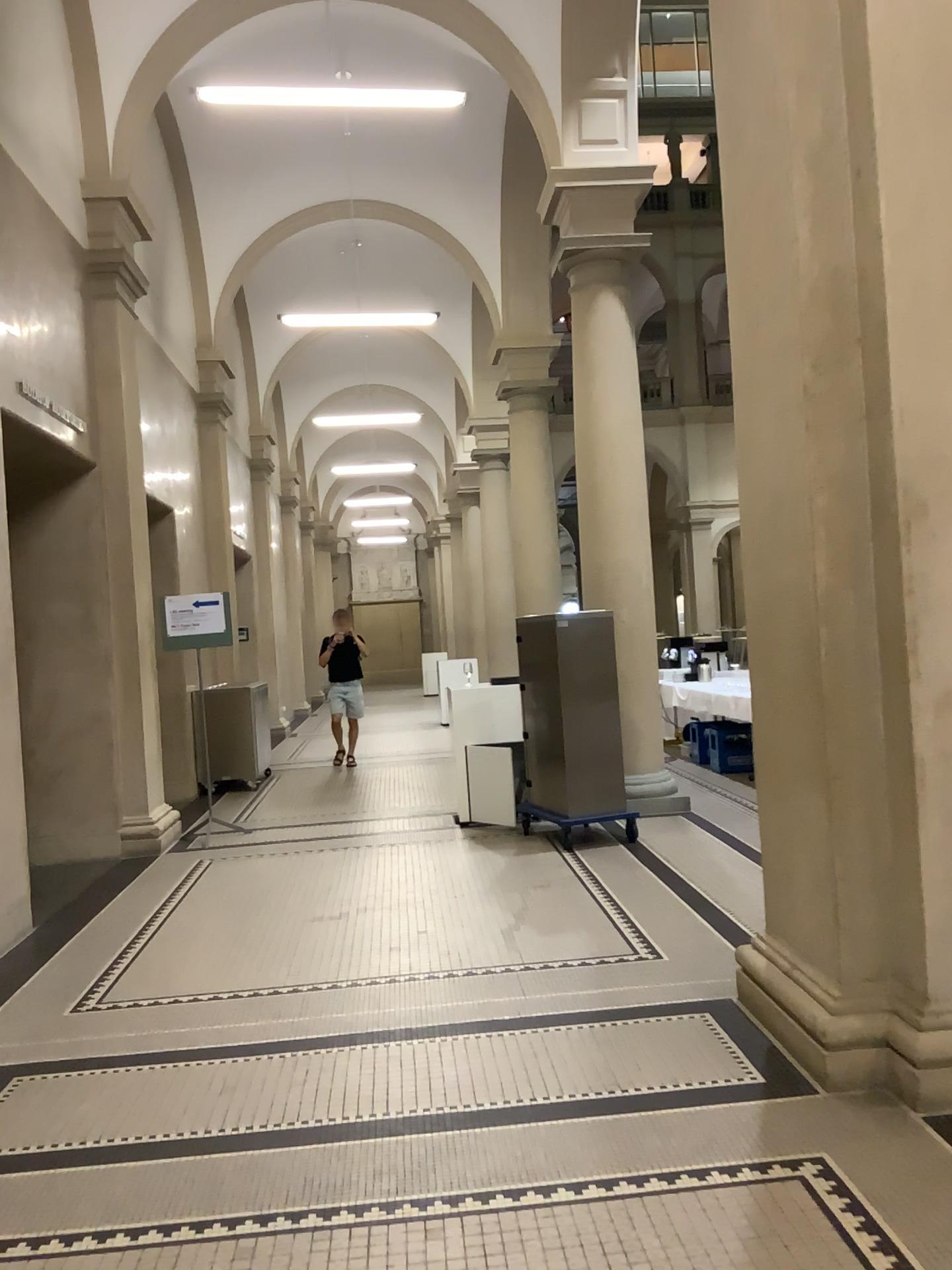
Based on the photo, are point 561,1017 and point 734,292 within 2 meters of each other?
no
